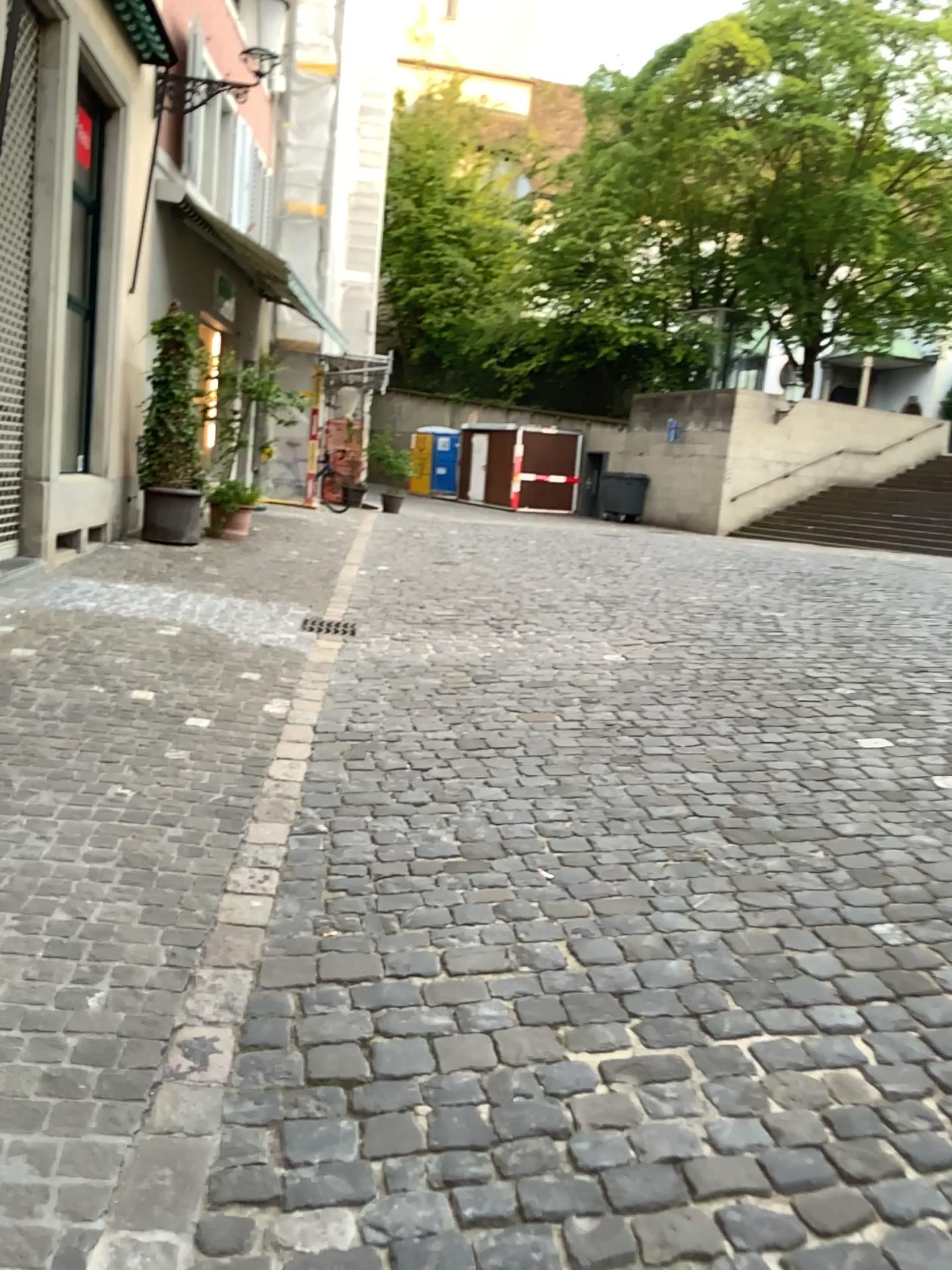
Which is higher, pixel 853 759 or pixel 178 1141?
pixel 853 759
